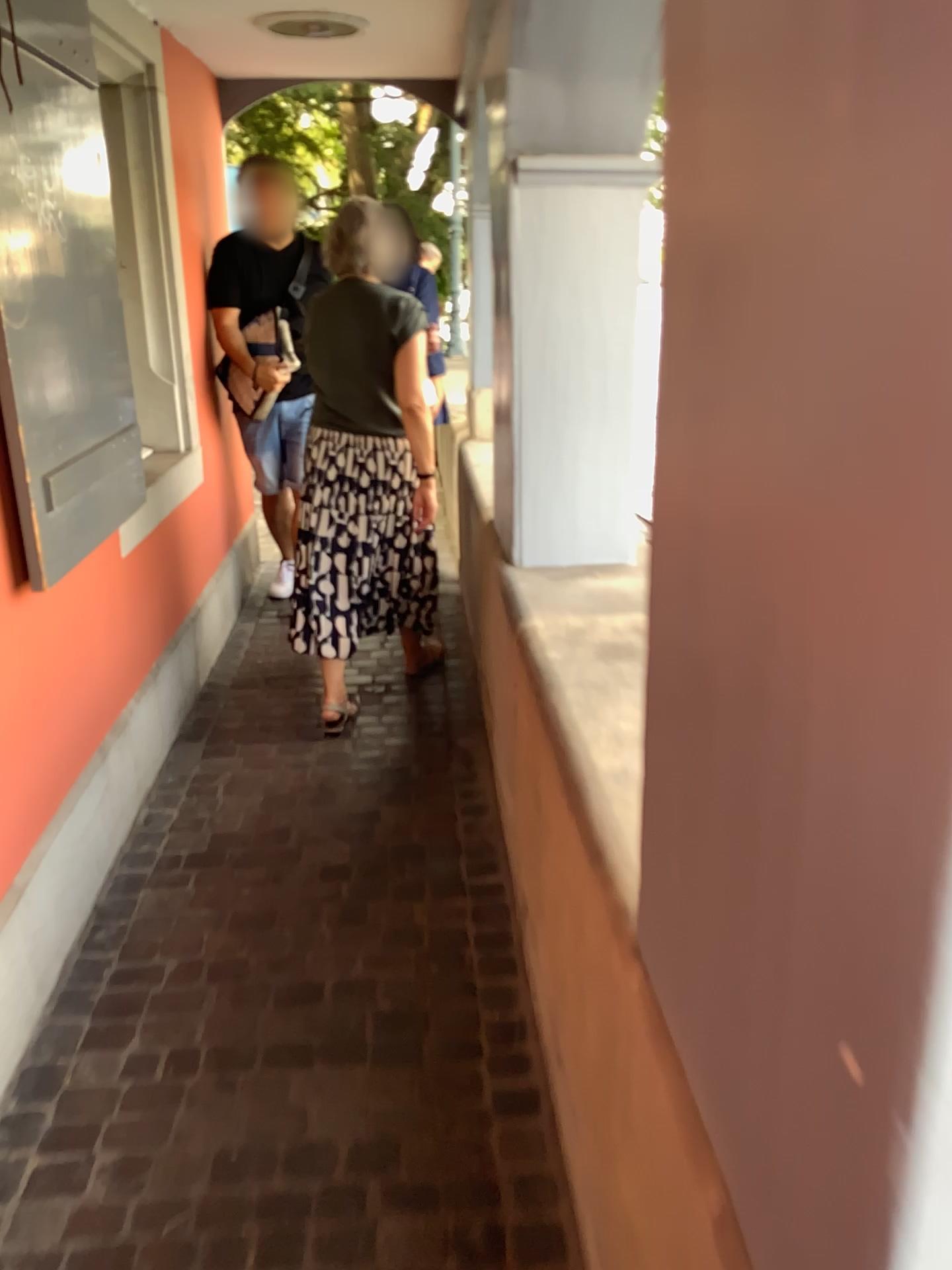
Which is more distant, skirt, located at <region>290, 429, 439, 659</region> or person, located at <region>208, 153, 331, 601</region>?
person, located at <region>208, 153, 331, 601</region>

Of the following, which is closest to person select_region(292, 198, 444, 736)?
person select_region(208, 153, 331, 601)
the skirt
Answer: the skirt

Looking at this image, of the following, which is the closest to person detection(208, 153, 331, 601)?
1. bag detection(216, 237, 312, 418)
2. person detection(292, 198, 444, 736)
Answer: bag detection(216, 237, 312, 418)

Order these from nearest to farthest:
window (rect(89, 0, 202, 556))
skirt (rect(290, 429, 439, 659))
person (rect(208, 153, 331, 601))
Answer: window (rect(89, 0, 202, 556))
skirt (rect(290, 429, 439, 659))
person (rect(208, 153, 331, 601))

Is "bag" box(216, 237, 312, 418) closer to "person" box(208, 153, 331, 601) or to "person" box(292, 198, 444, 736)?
"person" box(208, 153, 331, 601)

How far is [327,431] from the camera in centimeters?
325cm

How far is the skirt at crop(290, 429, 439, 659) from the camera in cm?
325

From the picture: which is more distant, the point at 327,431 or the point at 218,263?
the point at 218,263

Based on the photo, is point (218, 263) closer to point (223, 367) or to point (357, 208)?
point (223, 367)

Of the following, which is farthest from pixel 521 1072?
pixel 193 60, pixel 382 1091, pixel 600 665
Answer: pixel 193 60
